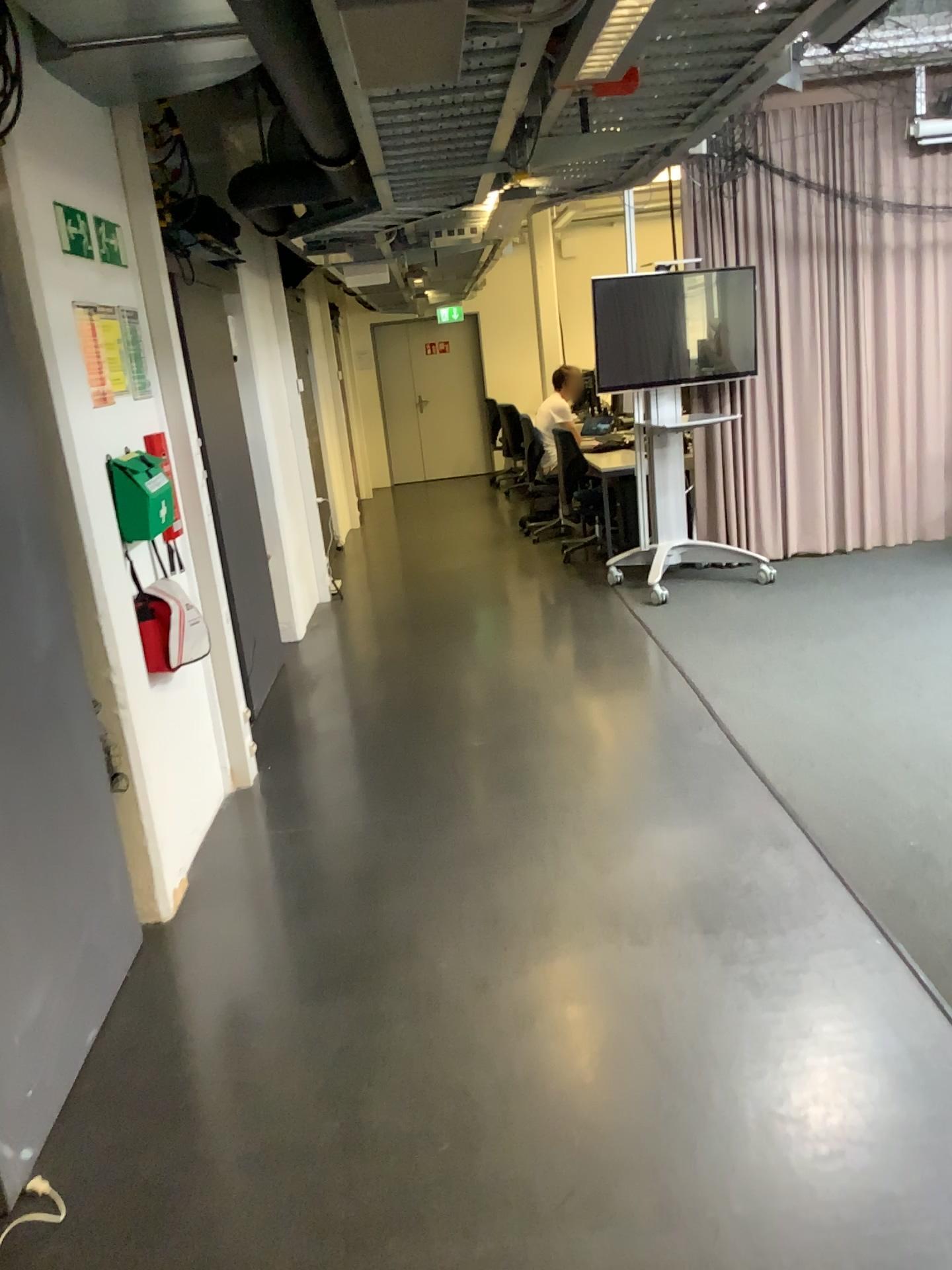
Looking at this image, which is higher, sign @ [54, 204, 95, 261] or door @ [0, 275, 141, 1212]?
sign @ [54, 204, 95, 261]

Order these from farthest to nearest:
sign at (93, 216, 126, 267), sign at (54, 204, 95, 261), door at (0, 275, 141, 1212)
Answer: sign at (93, 216, 126, 267), sign at (54, 204, 95, 261), door at (0, 275, 141, 1212)

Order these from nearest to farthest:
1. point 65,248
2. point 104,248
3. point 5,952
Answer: point 5,952
point 65,248
point 104,248

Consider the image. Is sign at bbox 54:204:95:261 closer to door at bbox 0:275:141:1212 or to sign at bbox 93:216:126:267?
sign at bbox 93:216:126:267

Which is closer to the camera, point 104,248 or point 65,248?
point 65,248

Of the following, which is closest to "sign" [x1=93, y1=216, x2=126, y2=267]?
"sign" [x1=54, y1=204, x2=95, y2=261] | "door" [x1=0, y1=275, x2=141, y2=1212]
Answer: "sign" [x1=54, y1=204, x2=95, y2=261]

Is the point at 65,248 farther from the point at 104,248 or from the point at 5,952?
the point at 5,952

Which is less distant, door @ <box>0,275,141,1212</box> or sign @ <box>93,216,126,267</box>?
door @ <box>0,275,141,1212</box>

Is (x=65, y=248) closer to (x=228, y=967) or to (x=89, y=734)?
(x=89, y=734)
